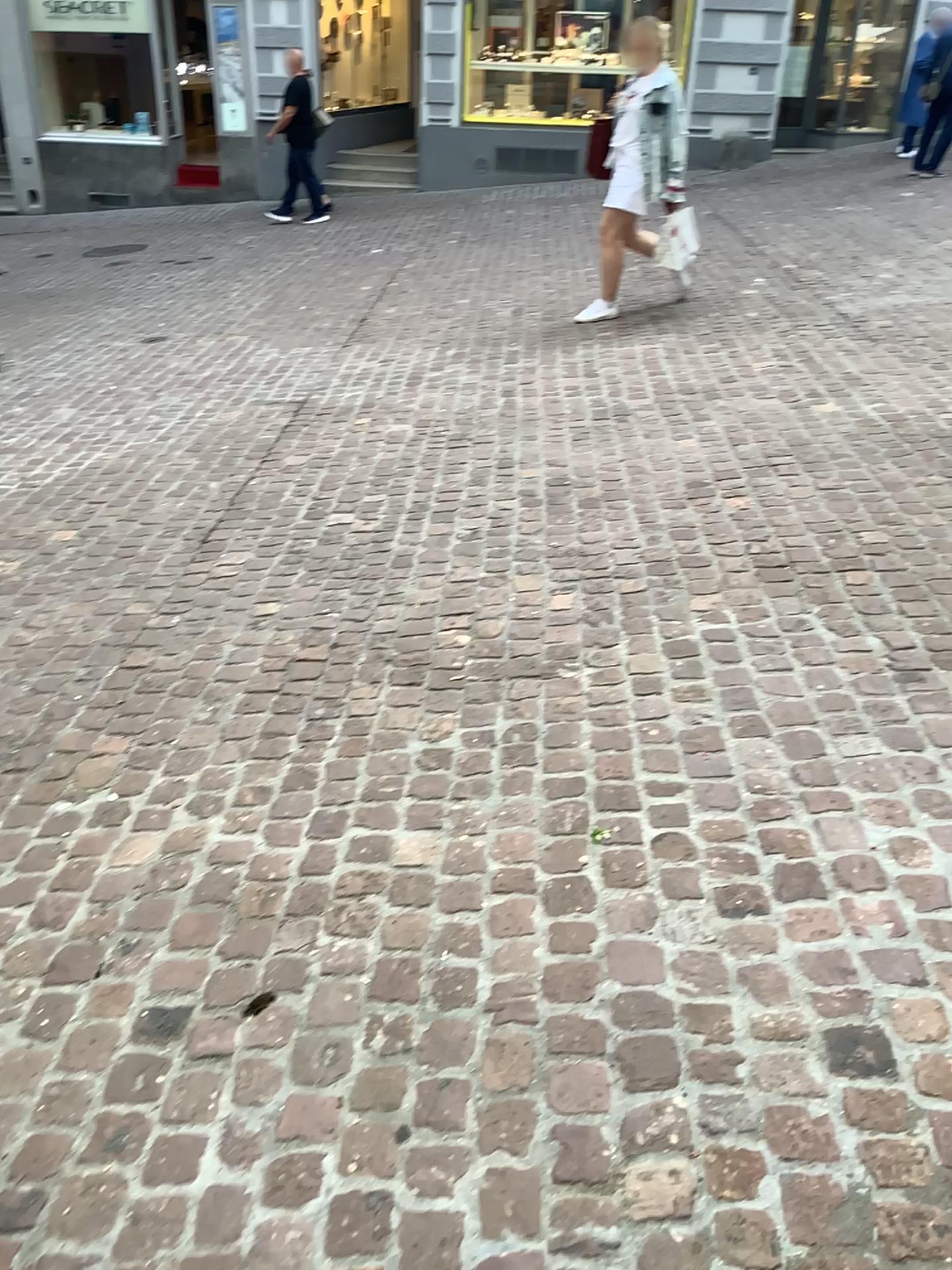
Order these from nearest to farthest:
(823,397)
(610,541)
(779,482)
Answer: (610,541) → (779,482) → (823,397)
